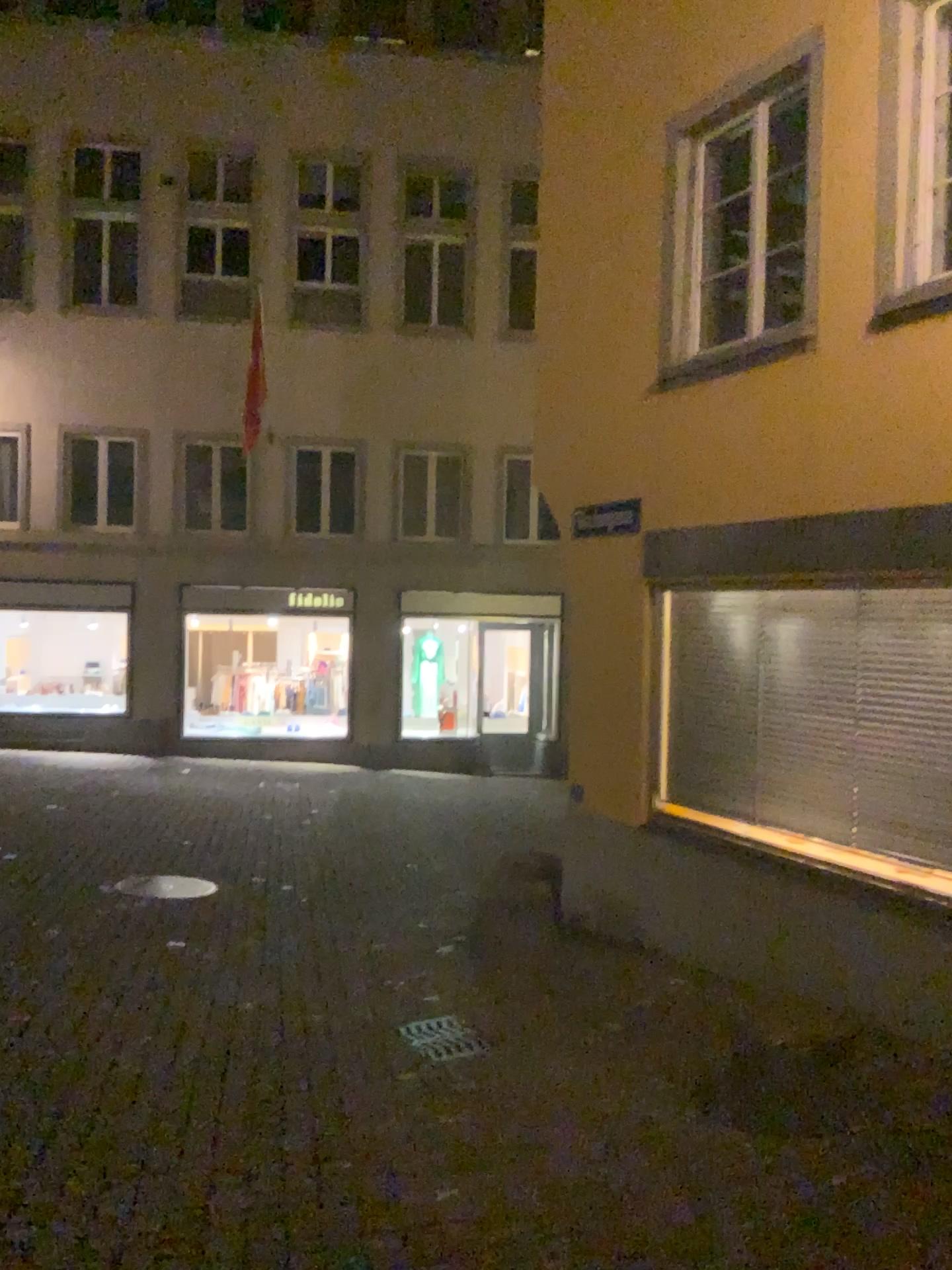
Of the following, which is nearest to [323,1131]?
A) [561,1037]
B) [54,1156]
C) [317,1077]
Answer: [317,1077]
